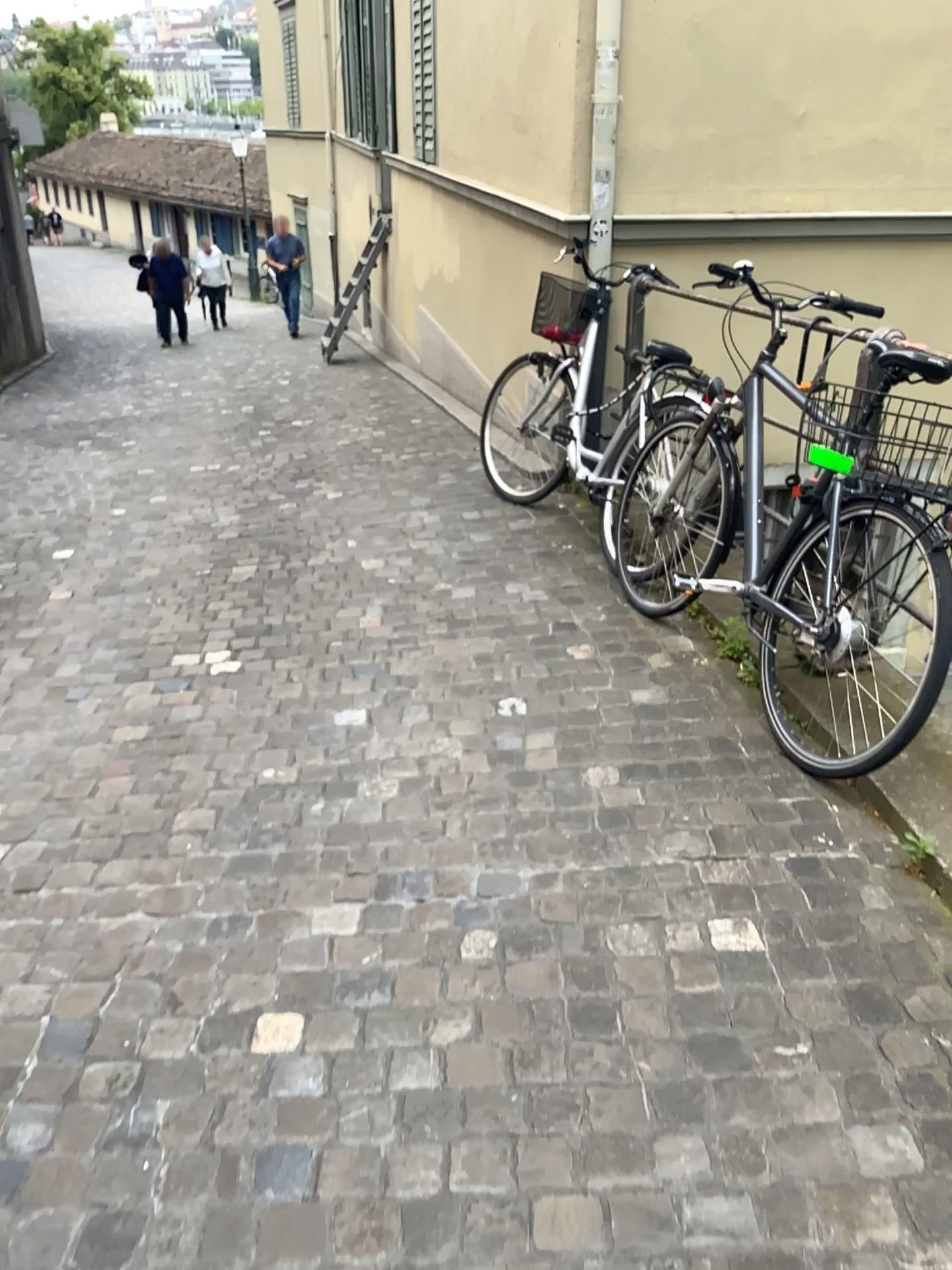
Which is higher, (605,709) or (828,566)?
(828,566)
